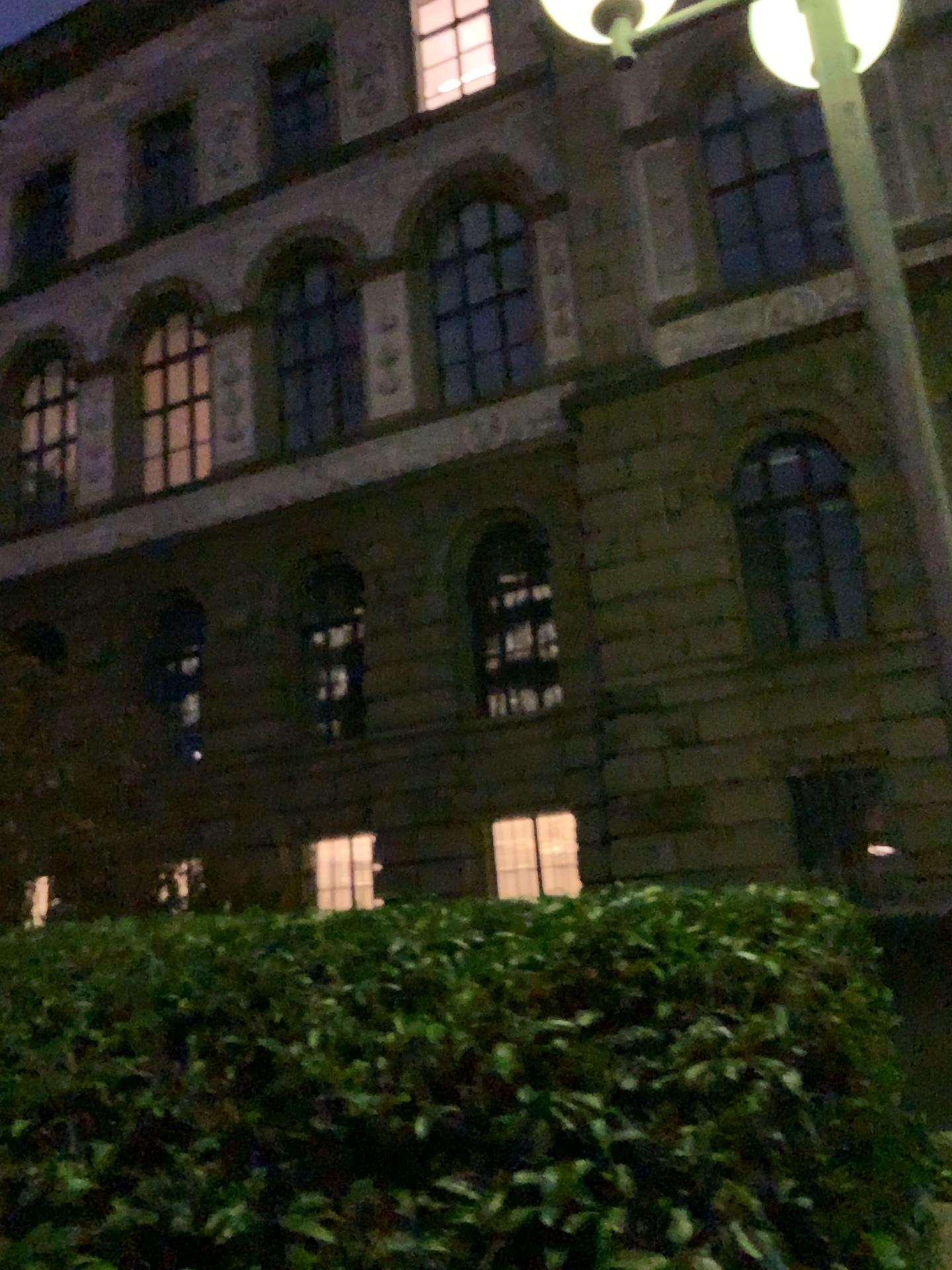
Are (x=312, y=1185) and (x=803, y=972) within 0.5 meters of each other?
no
